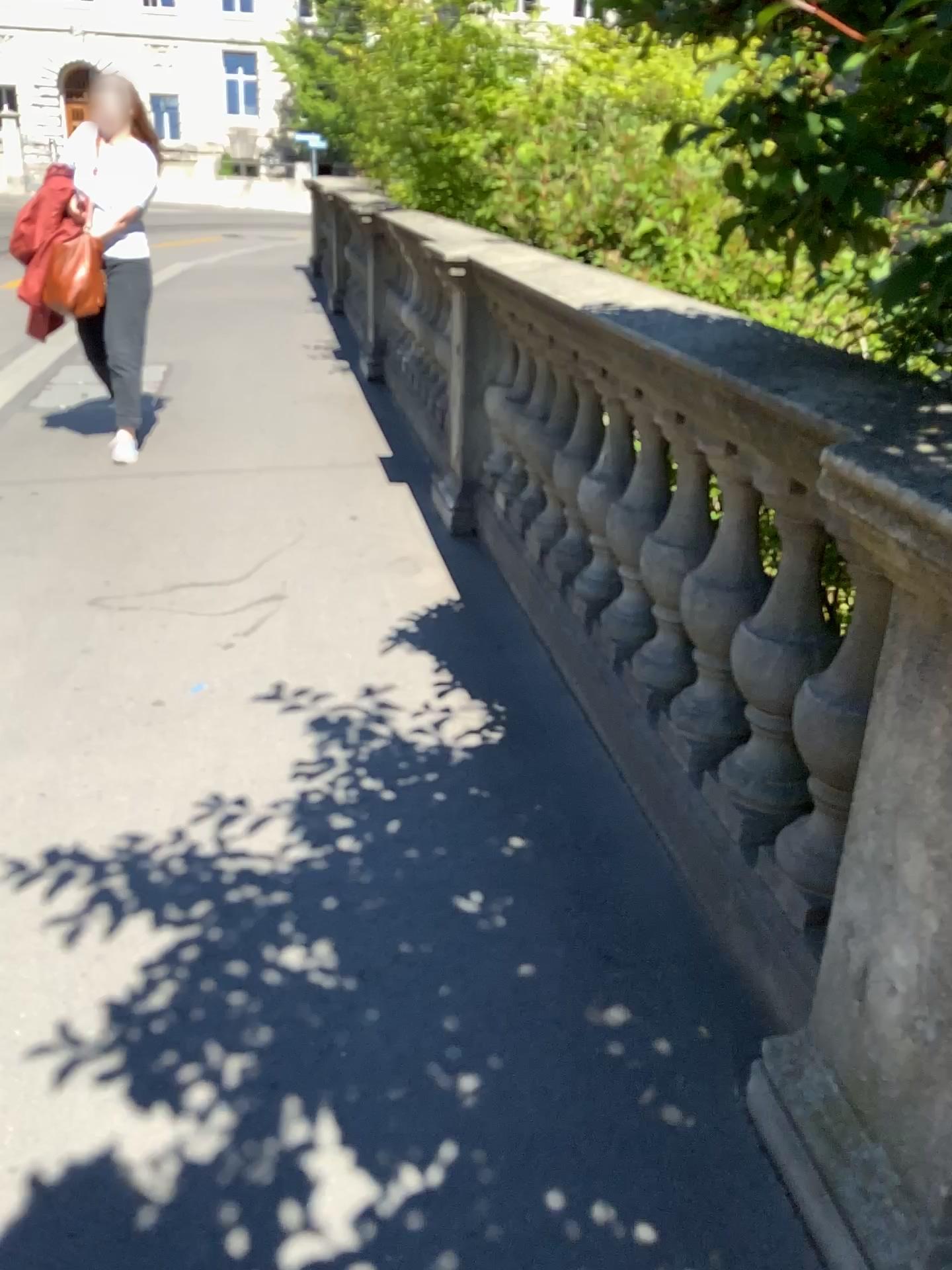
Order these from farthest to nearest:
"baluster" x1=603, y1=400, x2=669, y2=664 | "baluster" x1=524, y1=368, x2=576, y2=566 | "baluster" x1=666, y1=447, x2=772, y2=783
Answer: "baluster" x1=524, y1=368, x2=576, y2=566 → "baluster" x1=603, y1=400, x2=669, y2=664 → "baluster" x1=666, y1=447, x2=772, y2=783

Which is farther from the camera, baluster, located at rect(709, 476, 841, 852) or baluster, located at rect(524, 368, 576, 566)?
baluster, located at rect(524, 368, 576, 566)

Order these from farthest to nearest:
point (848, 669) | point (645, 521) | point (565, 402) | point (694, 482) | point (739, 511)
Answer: point (565, 402)
point (645, 521)
point (694, 482)
point (739, 511)
point (848, 669)

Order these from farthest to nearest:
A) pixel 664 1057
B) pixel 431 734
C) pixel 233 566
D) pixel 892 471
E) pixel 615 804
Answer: pixel 233 566
pixel 431 734
pixel 615 804
pixel 664 1057
pixel 892 471

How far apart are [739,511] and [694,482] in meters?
0.3

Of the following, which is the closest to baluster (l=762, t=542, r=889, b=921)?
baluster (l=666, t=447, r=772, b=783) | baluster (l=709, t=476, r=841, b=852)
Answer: baluster (l=709, t=476, r=841, b=852)

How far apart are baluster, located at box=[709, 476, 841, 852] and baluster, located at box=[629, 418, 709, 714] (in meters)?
0.29

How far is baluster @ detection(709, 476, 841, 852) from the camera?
1.71m

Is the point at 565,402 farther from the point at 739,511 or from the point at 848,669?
the point at 848,669

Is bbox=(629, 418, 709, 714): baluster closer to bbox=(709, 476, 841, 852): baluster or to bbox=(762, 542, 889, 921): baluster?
bbox=(709, 476, 841, 852): baluster
